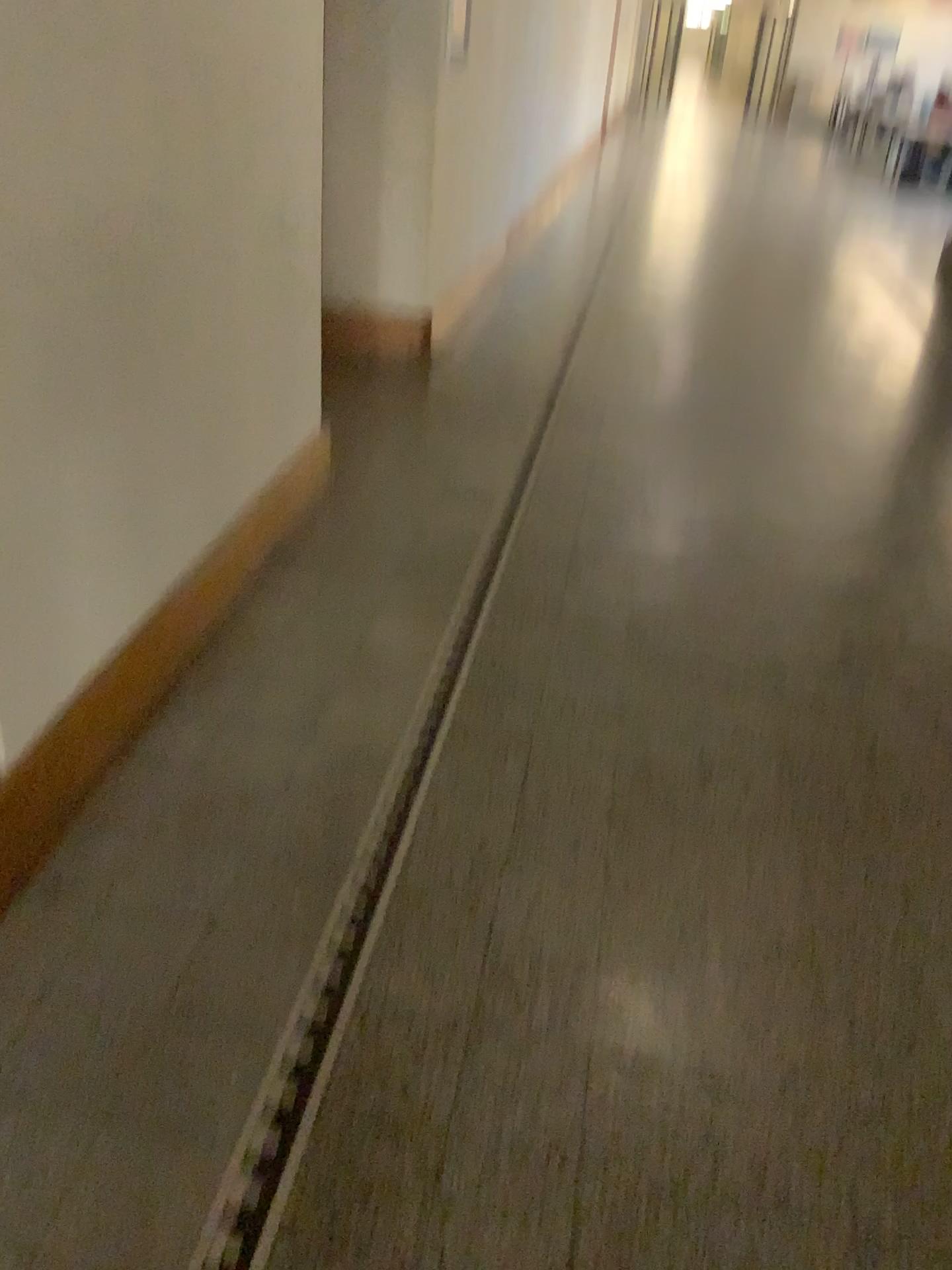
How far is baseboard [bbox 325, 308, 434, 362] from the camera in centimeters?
484cm

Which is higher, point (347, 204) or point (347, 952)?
point (347, 204)

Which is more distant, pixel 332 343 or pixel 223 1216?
pixel 332 343

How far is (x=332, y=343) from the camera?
4.8 meters

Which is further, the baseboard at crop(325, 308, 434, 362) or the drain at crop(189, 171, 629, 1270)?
the baseboard at crop(325, 308, 434, 362)
